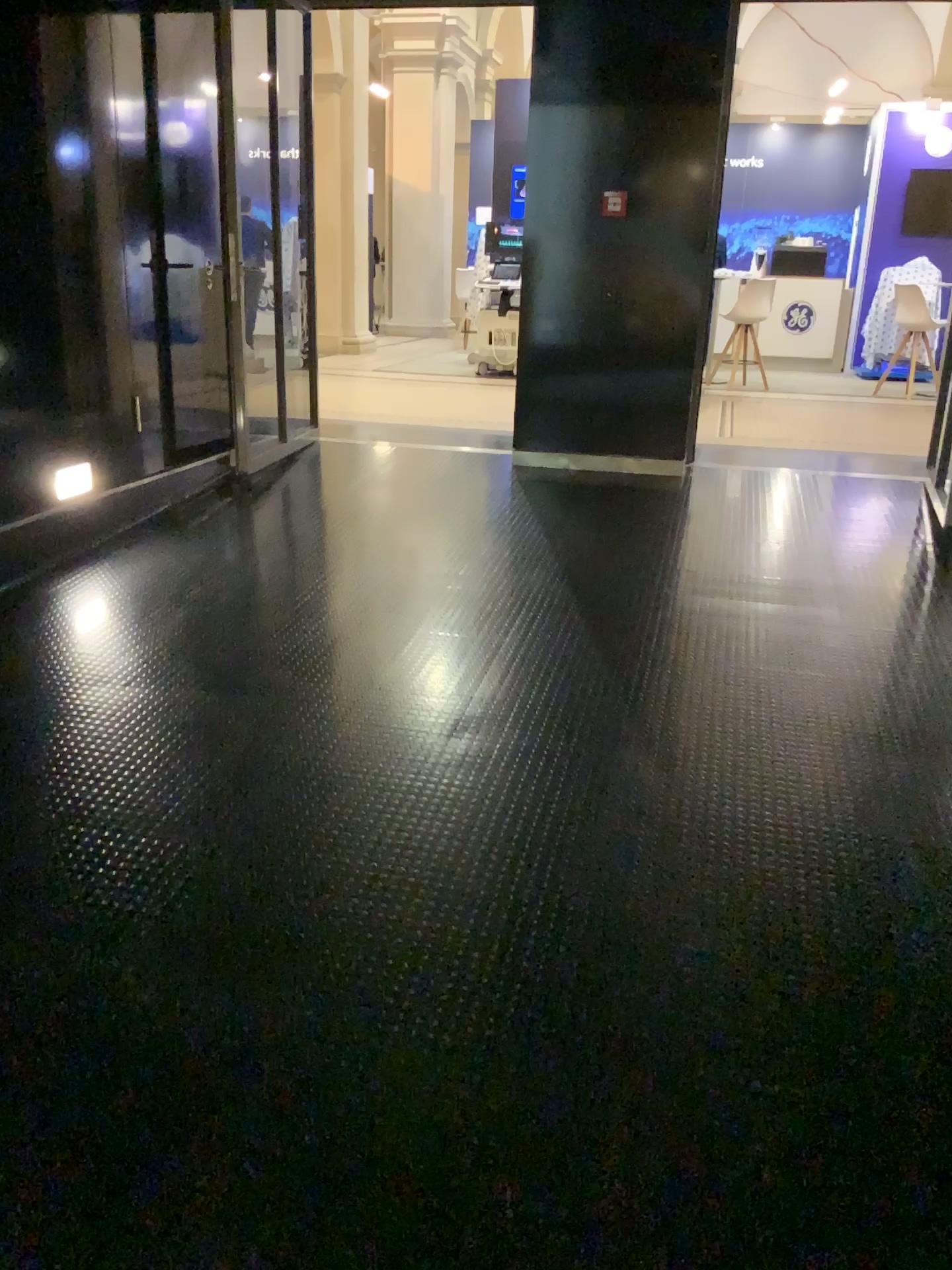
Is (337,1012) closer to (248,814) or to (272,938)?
(272,938)
